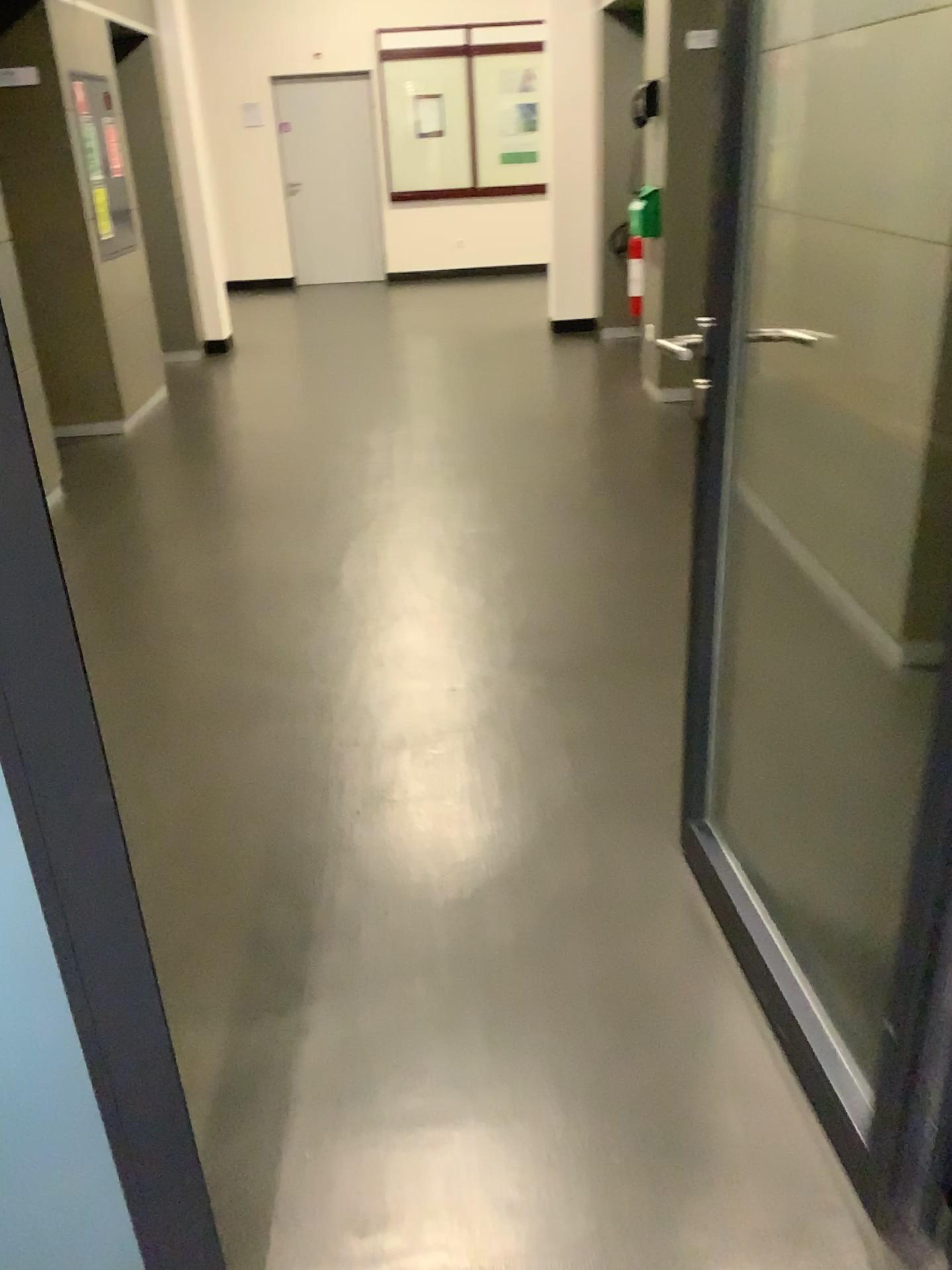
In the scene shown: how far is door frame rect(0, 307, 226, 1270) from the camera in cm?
85

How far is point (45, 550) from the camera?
0.9 meters

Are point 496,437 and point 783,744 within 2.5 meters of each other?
no
